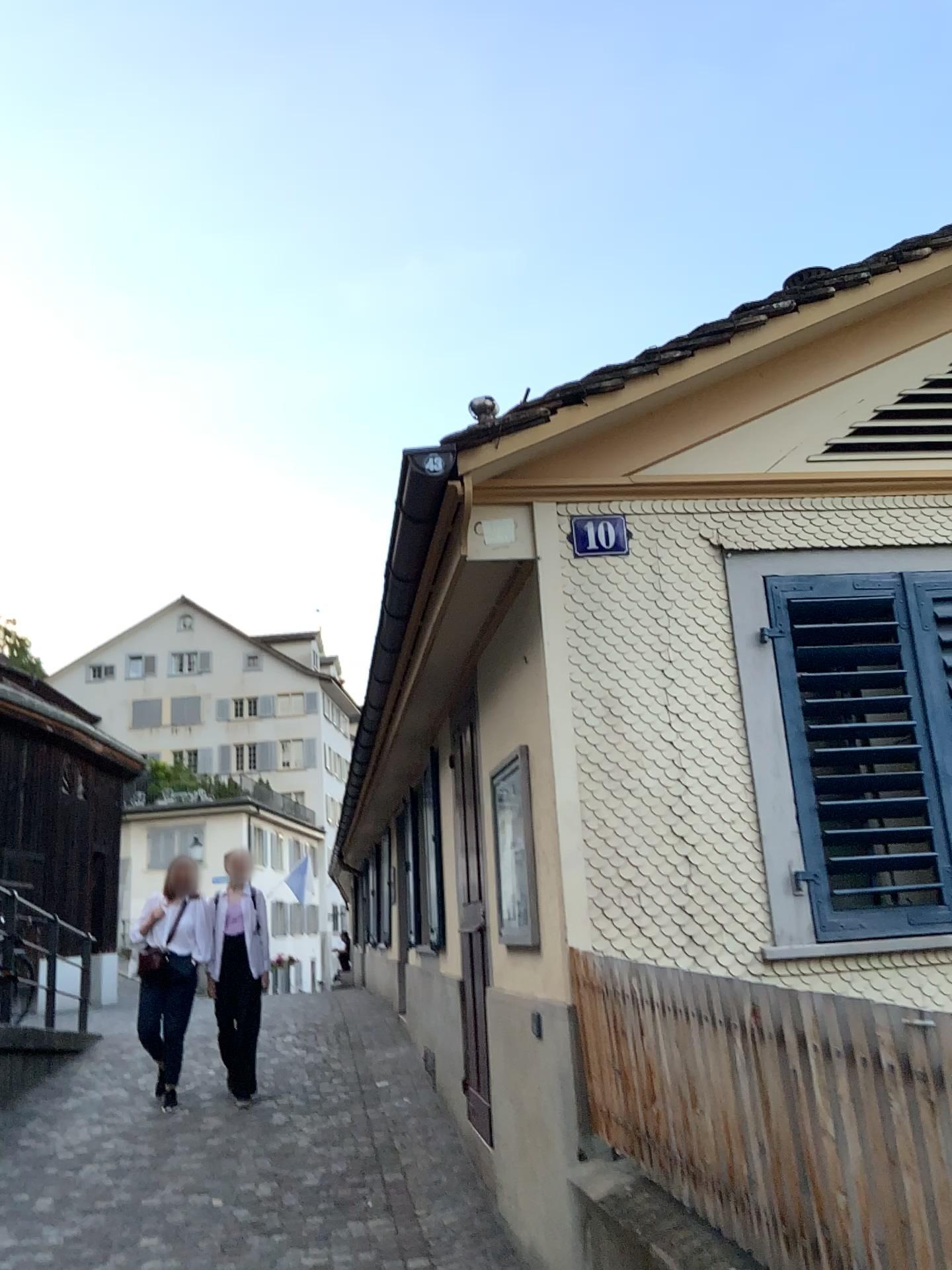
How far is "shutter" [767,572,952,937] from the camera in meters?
3.7 m

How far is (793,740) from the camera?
3.67m

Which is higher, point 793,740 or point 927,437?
point 927,437

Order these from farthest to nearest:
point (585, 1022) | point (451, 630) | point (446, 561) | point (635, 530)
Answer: point (451, 630), point (446, 561), point (635, 530), point (585, 1022)

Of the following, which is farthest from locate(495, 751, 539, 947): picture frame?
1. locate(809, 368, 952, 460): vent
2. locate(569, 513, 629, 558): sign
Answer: locate(809, 368, 952, 460): vent

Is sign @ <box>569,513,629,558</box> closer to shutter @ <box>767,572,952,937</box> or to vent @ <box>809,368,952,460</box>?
shutter @ <box>767,572,952,937</box>

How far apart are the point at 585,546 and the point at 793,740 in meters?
1.0

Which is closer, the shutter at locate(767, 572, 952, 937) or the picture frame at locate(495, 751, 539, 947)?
the shutter at locate(767, 572, 952, 937)

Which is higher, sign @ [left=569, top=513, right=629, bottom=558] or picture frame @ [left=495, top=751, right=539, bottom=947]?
sign @ [left=569, top=513, right=629, bottom=558]

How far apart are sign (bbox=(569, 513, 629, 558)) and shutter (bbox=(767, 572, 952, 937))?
0.57m
